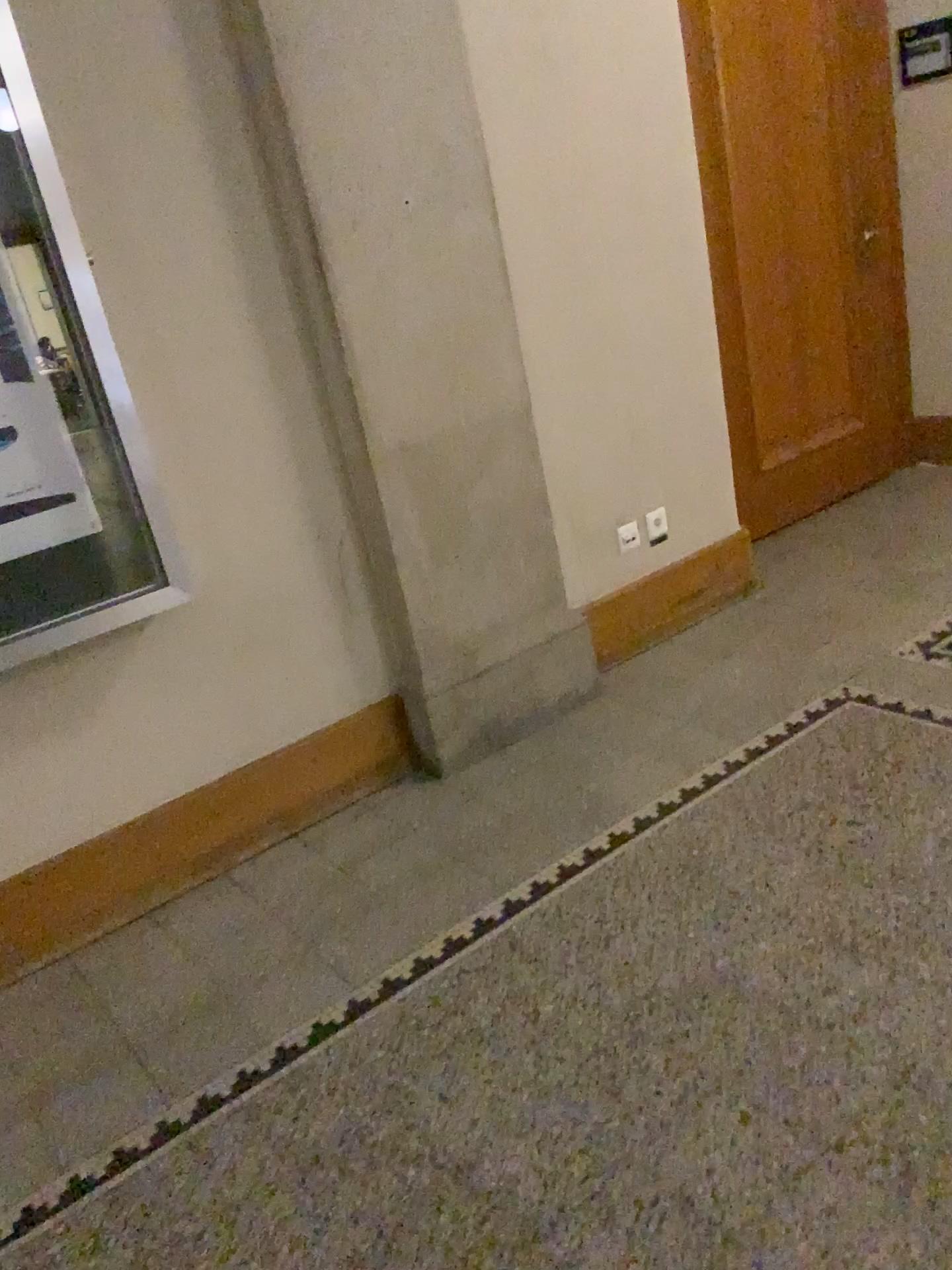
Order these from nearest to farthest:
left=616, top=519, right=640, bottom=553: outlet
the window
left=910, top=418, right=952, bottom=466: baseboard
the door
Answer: the window
left=616, top=519, right=640, bottom=553: outlet
the door
left=910, top=418, right=952, bottom=466: baseboard

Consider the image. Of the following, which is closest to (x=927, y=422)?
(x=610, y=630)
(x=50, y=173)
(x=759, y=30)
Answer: (x=759, y=30)

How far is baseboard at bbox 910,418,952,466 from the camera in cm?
466

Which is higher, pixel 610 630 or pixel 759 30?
pixel 759 30

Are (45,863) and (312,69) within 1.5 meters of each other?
no

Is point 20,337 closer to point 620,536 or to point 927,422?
point 620,536

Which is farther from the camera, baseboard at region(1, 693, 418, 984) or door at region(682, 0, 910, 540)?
door at region(682, 0, 910, 540)

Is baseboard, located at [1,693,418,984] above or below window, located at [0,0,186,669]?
below

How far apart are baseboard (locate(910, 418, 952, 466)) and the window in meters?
3.5 m

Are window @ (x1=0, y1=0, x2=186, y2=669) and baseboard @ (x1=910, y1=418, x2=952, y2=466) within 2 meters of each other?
no
